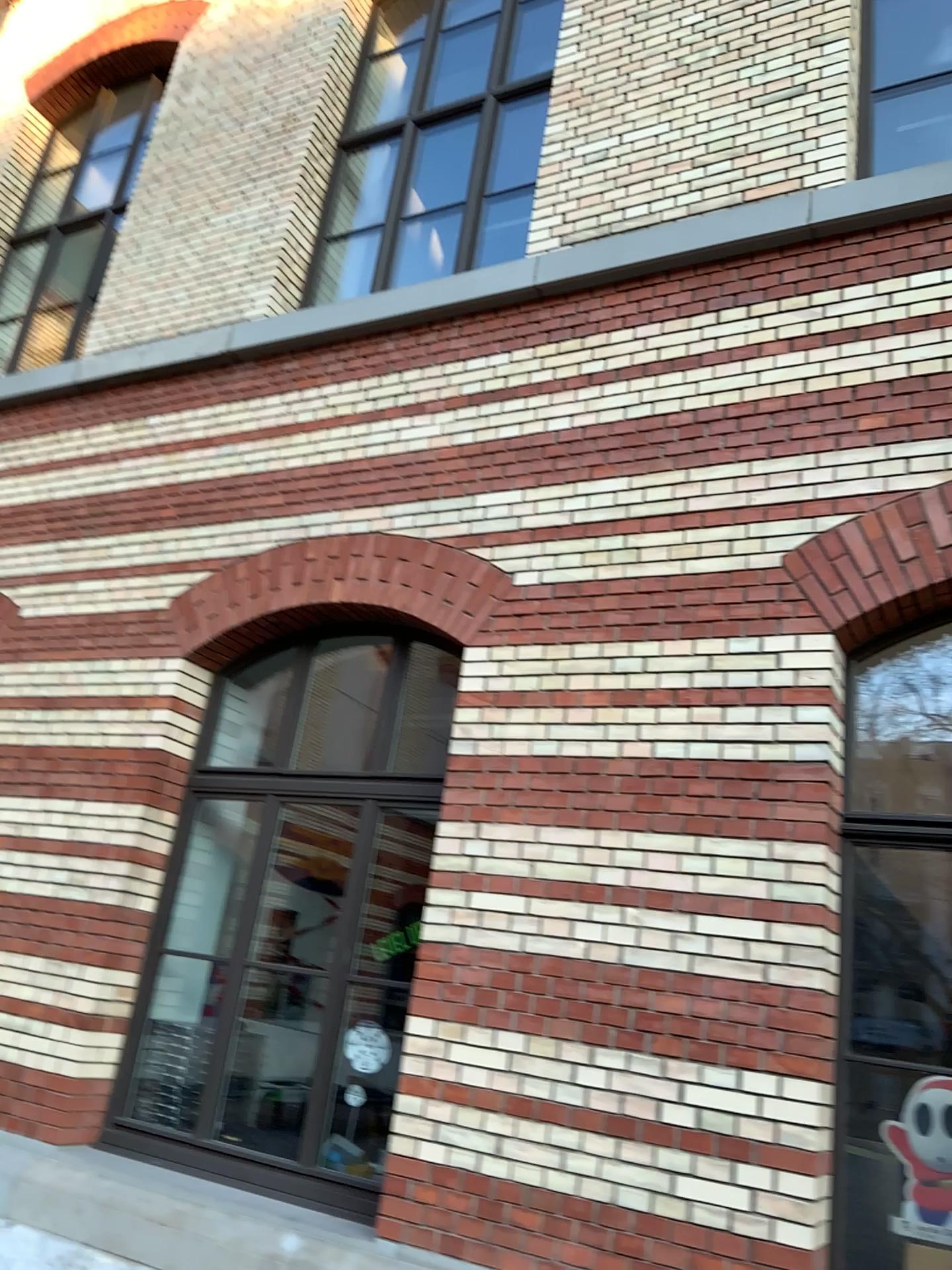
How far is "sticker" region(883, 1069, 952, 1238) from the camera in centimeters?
347cm

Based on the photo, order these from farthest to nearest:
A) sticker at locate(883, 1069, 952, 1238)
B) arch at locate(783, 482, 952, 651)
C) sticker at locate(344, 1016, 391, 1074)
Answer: sticker at locate(344, 1016, 391, 1074)
arch at locate(783, 482, 952, 651)
sticker at locate(883, 1069, 952, 1238)

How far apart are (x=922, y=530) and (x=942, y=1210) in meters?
2.3

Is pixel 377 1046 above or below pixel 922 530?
below

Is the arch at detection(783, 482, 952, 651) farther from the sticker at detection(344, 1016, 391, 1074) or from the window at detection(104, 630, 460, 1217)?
the sticker at detection(344, 1016, 391, 1074)

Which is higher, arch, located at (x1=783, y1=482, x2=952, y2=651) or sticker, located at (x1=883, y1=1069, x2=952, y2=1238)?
arch, located at (x1=783, y1=482, x2=952, y2=651)

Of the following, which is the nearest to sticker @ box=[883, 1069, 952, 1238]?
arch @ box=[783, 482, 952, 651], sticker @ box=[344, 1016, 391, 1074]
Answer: arch @ box=[783, 482, 952, 651]

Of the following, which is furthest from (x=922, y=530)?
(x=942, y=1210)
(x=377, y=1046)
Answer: (x=377, y=1046)

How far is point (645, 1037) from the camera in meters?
3.7

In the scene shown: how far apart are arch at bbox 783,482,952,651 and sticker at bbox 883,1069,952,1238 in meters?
1.6 m
